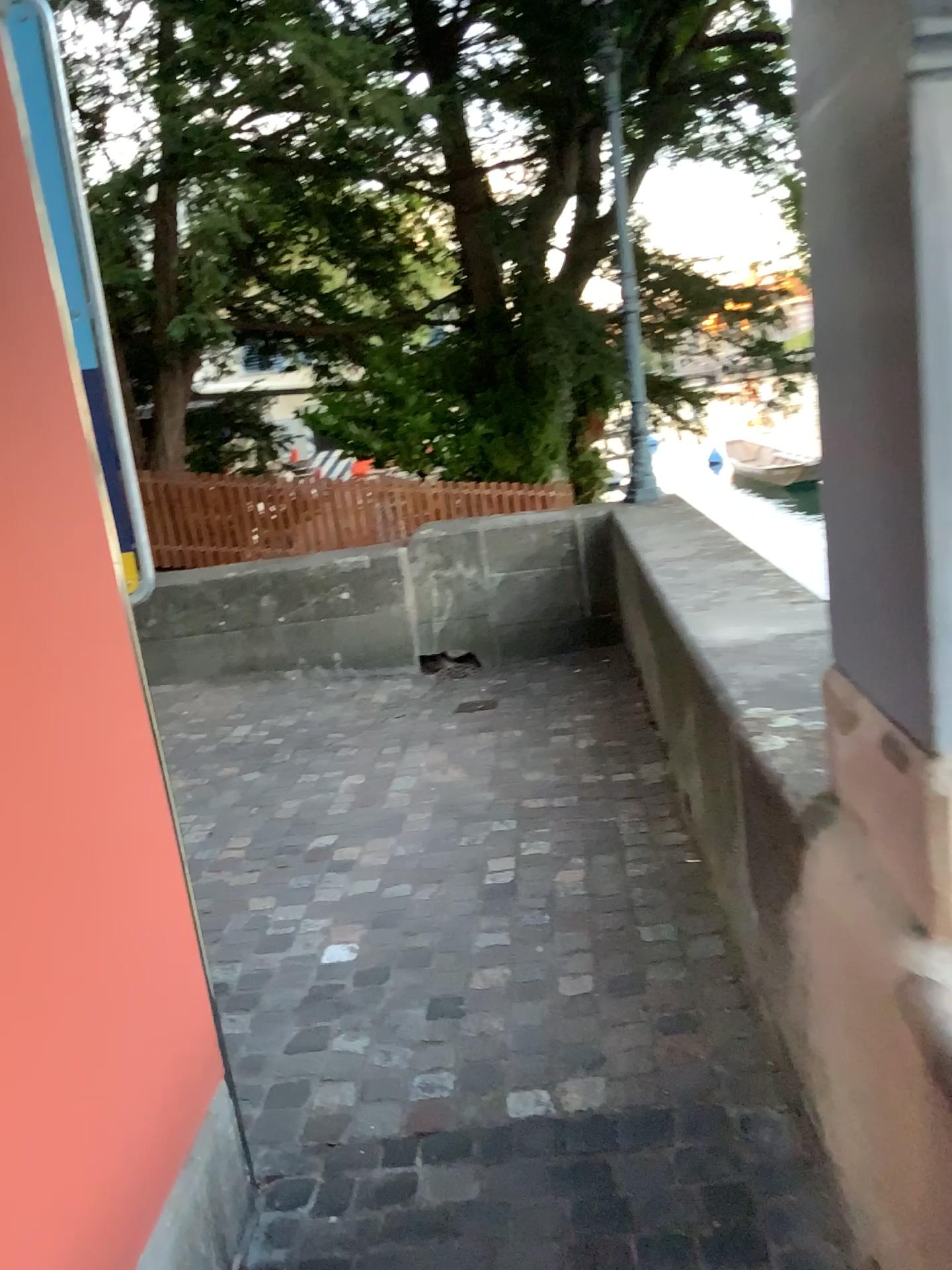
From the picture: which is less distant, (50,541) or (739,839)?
(50,541)
